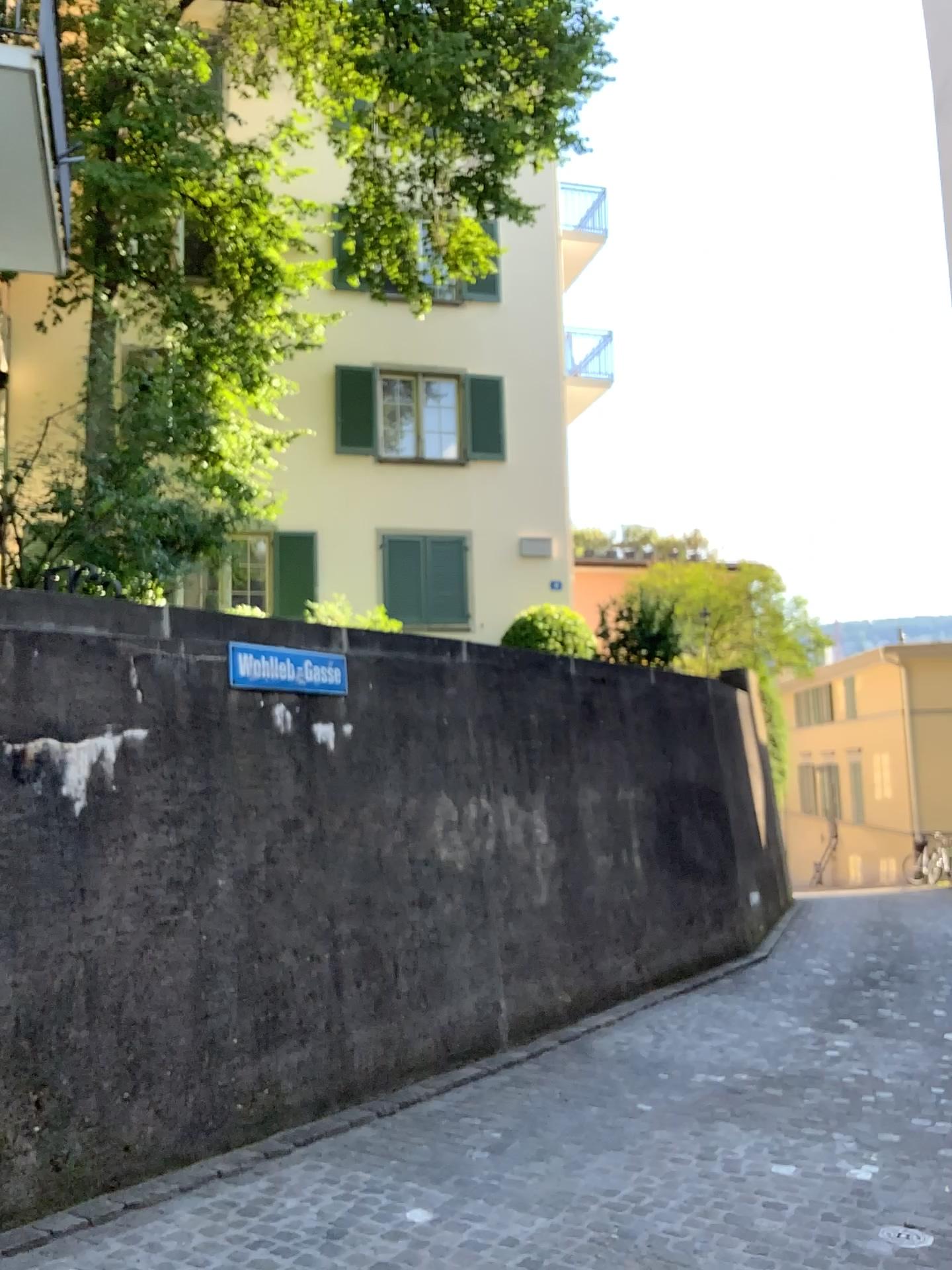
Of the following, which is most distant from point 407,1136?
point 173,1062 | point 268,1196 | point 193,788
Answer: point 193,788
